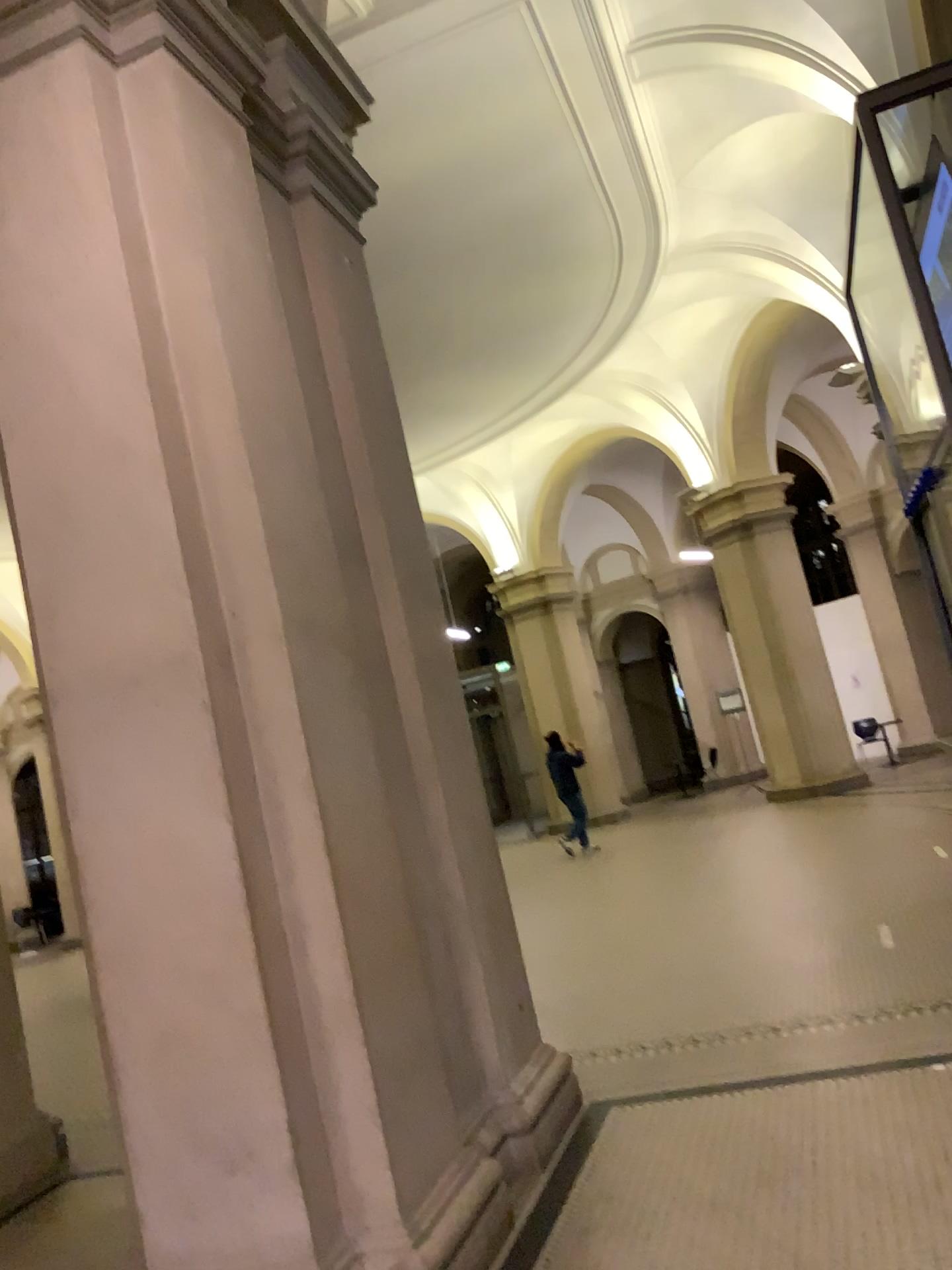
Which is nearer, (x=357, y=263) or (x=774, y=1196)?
(x=774, y=1196)
